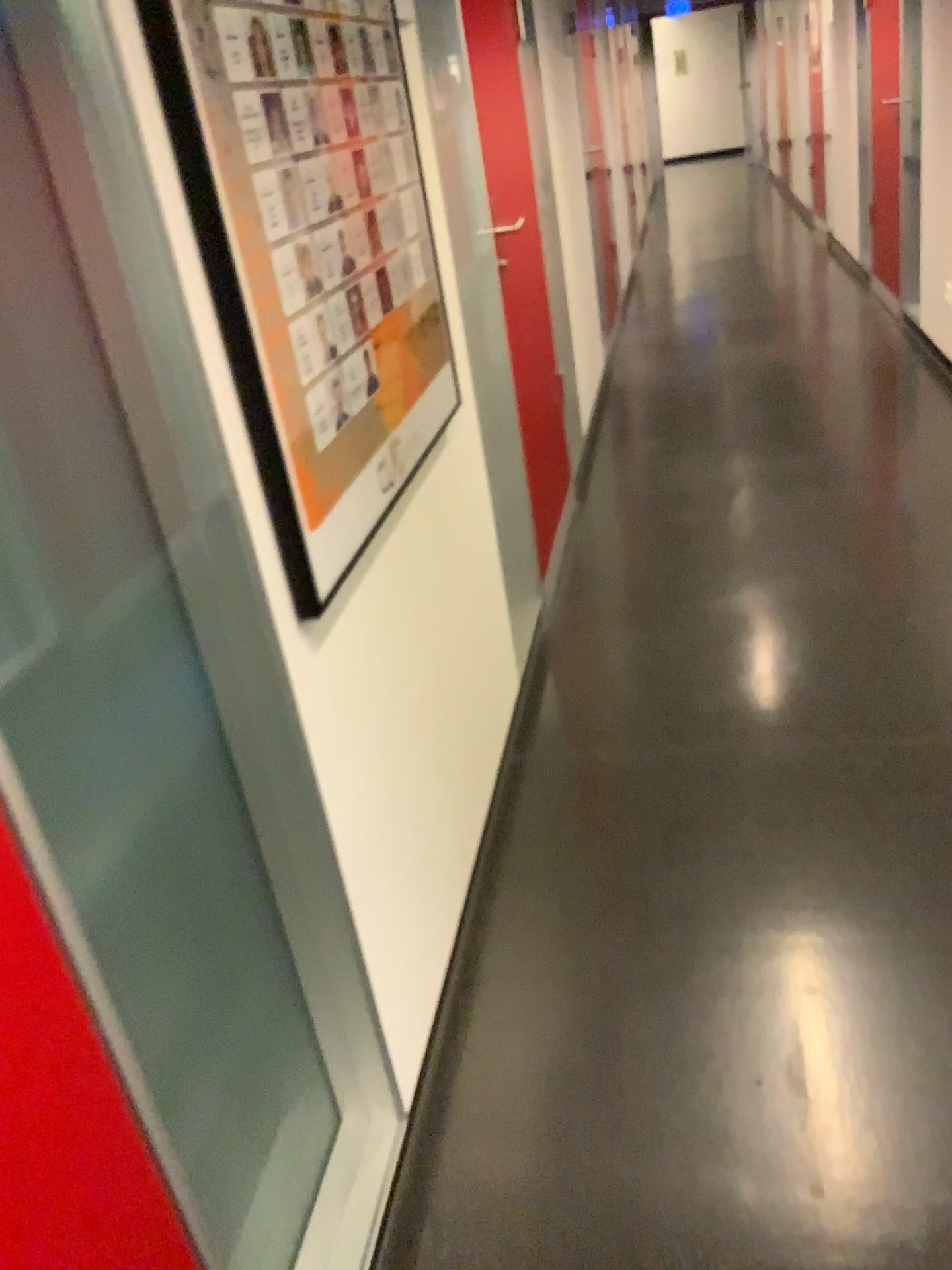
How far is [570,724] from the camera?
2.6m

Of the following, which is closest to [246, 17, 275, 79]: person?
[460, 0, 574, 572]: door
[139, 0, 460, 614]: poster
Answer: [139, 0, 460, 614]: poster

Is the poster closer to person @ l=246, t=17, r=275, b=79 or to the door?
person @ l=246, t=17, r=275, b=79

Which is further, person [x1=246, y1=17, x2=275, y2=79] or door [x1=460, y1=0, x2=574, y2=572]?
door [x1=460, y1=0, x2=574, y2=572]

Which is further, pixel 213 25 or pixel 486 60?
pixel 486 60

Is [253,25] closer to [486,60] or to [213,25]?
[213,25]

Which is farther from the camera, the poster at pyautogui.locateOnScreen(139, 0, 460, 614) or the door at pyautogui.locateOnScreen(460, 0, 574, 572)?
the door at pyautogui.locateOnScreen(460, 0, 574, 572)

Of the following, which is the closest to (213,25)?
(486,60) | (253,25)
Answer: (253,25)
